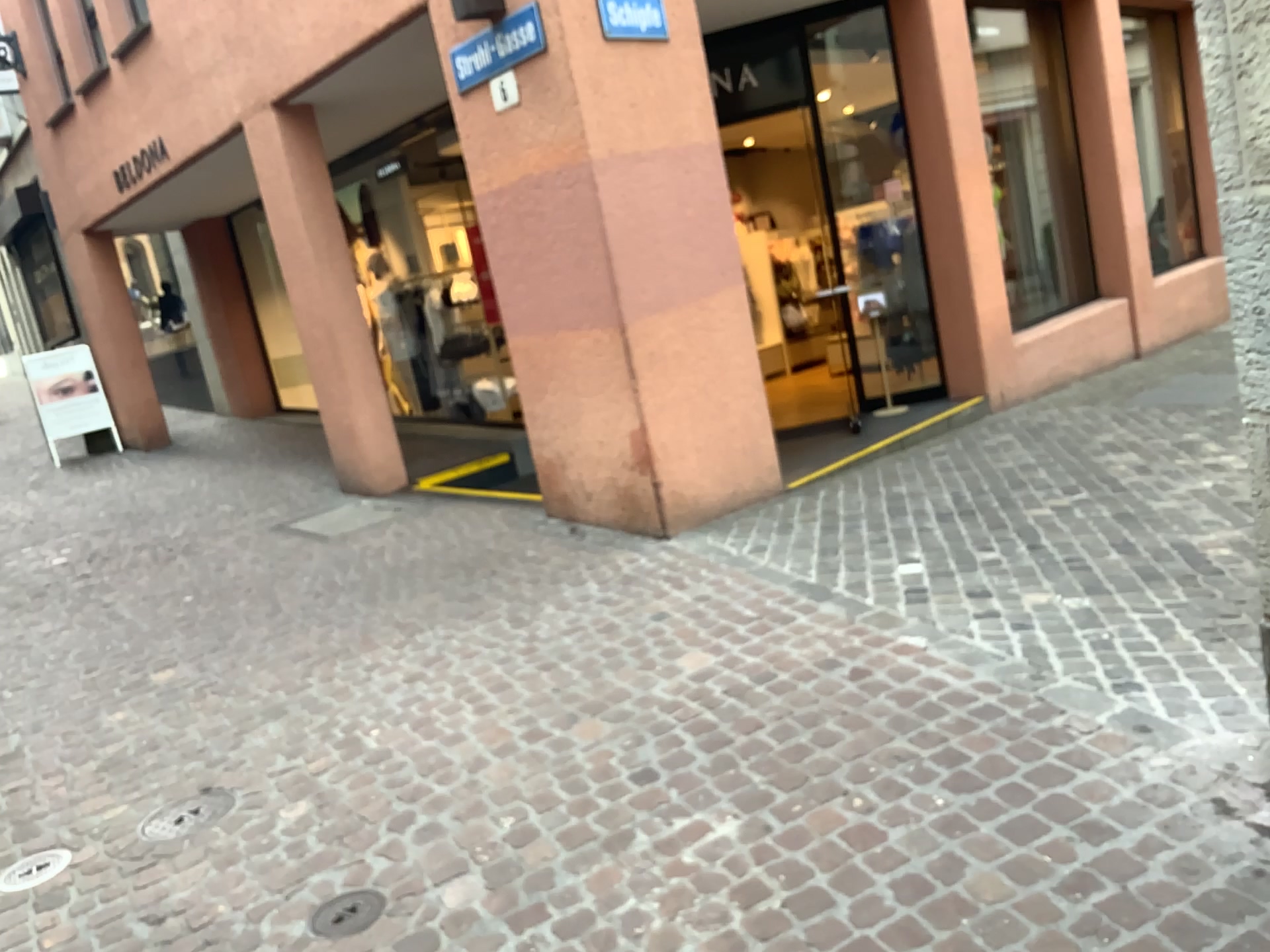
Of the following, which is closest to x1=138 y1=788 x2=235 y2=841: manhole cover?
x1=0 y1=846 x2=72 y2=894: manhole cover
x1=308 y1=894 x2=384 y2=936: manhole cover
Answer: x1=0 y1=846 x2=72 y2=894: manhole cover

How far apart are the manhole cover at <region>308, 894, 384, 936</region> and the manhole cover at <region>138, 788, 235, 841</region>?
0.77m

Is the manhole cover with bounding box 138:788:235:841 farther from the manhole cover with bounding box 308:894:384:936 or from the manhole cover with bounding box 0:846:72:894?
the manhole cover with bounding box 308:894:384:936

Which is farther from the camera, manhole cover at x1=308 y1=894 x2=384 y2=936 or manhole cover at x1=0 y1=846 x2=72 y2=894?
manhole cover at x1=0 y1=846 x2=72 y2=894

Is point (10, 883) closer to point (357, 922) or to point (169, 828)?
point (169, 828)

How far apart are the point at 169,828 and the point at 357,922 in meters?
1.0 m

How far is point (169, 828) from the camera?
3.2 meters

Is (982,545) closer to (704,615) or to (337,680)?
(704,615)

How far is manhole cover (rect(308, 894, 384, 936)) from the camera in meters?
2.6
